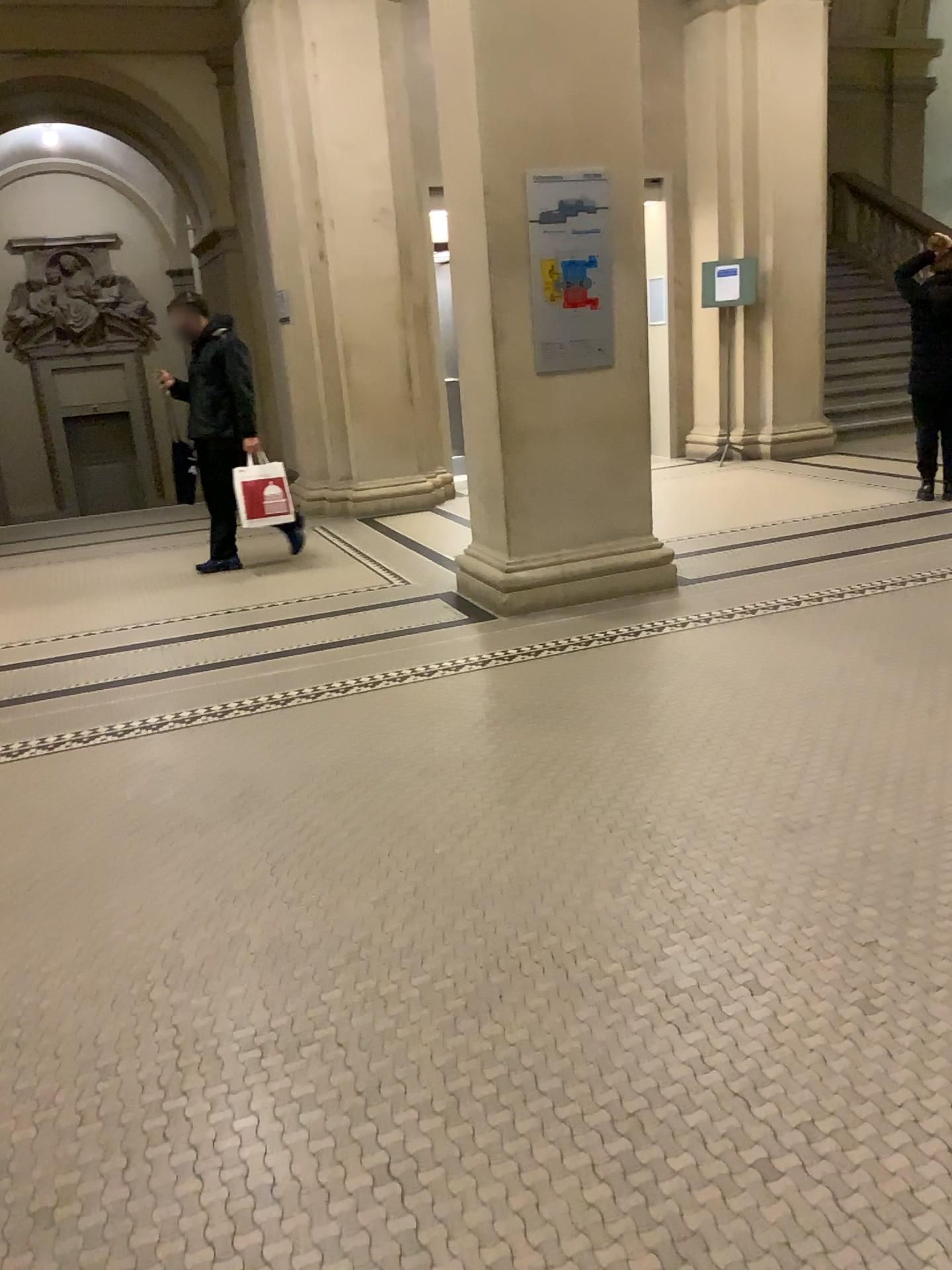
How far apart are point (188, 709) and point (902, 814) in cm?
271
